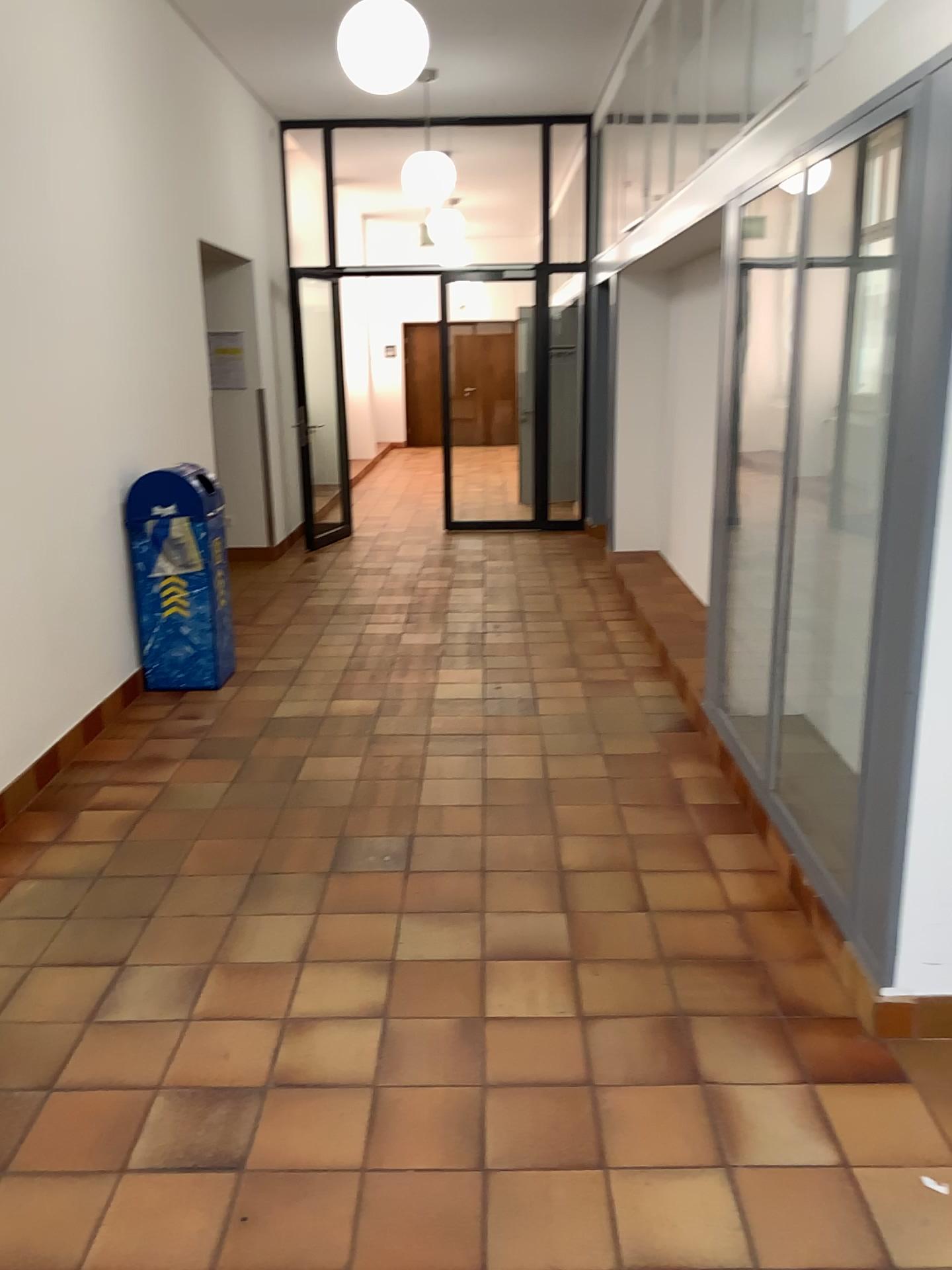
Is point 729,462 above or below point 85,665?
above
